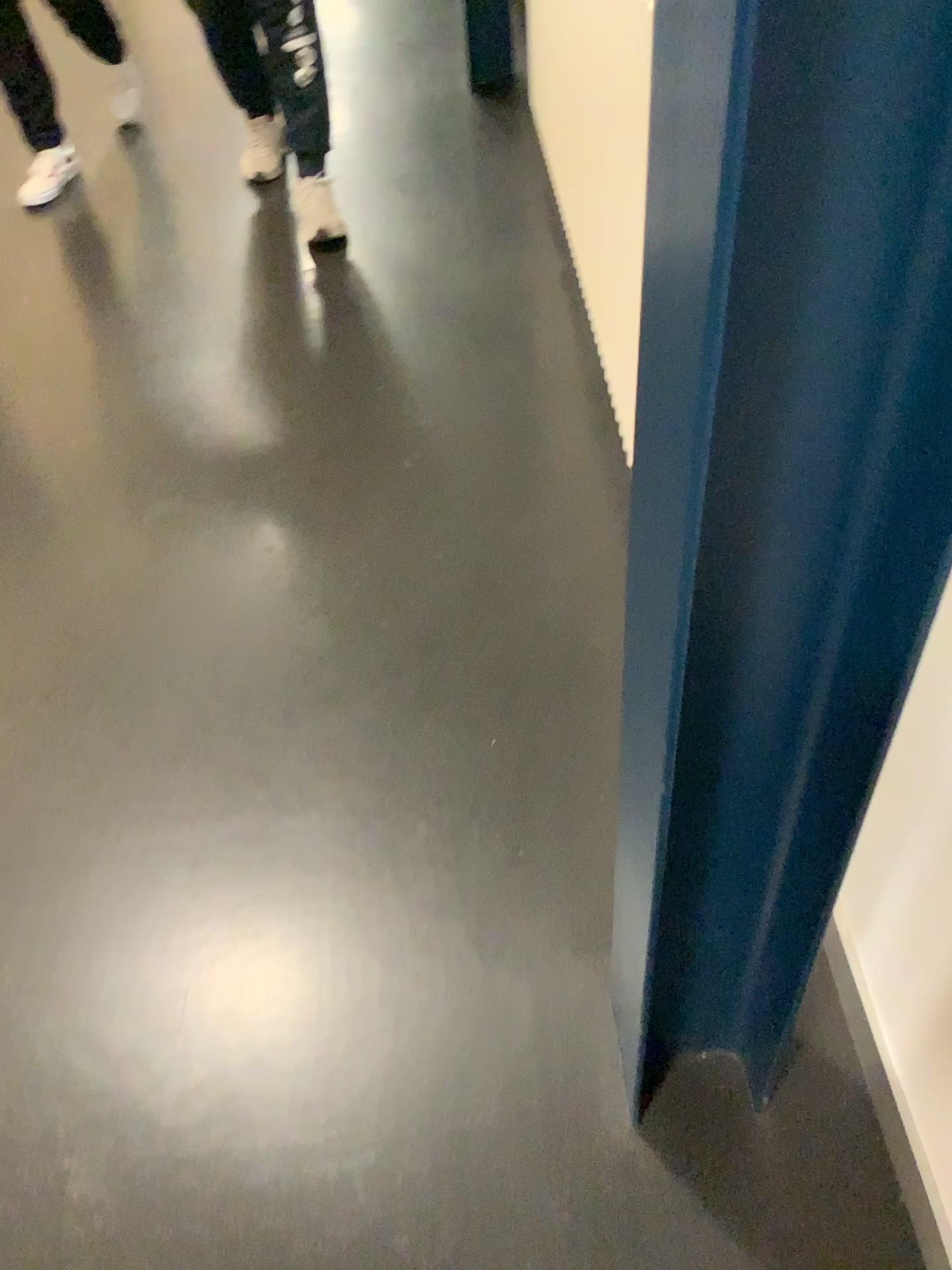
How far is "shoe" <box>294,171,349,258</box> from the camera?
2.8 meters

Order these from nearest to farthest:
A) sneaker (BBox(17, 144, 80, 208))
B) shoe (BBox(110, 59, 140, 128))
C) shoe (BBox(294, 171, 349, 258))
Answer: shoe (BBox(294, 171, 349, 258))
sneaker (BBox(17, 144, 80, 208))
shoe (BBox(110, 59, 140, 128))

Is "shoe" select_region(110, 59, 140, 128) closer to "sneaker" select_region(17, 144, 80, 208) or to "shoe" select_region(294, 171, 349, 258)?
"sneaker" select_region(17, 144, 80, 208)

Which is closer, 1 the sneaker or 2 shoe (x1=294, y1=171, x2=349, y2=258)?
2 shoe (x1=294, y1=171, x2=349, y2=258)

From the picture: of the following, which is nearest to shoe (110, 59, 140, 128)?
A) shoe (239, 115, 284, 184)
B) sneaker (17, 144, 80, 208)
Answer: sneaker (17, 144, 80, 208)

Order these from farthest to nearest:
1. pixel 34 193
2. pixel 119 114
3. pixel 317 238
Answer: pixel 119 114 → pixel 34 193 → pixel 317 238

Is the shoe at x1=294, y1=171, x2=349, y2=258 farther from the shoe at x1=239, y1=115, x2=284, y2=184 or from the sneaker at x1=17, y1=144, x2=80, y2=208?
the sneaker at x1=17, y1=144, x2=80, y2=208

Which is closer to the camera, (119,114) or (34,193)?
(34,193)

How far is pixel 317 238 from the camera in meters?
2.8

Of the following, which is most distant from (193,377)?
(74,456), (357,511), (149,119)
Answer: (149,119)
